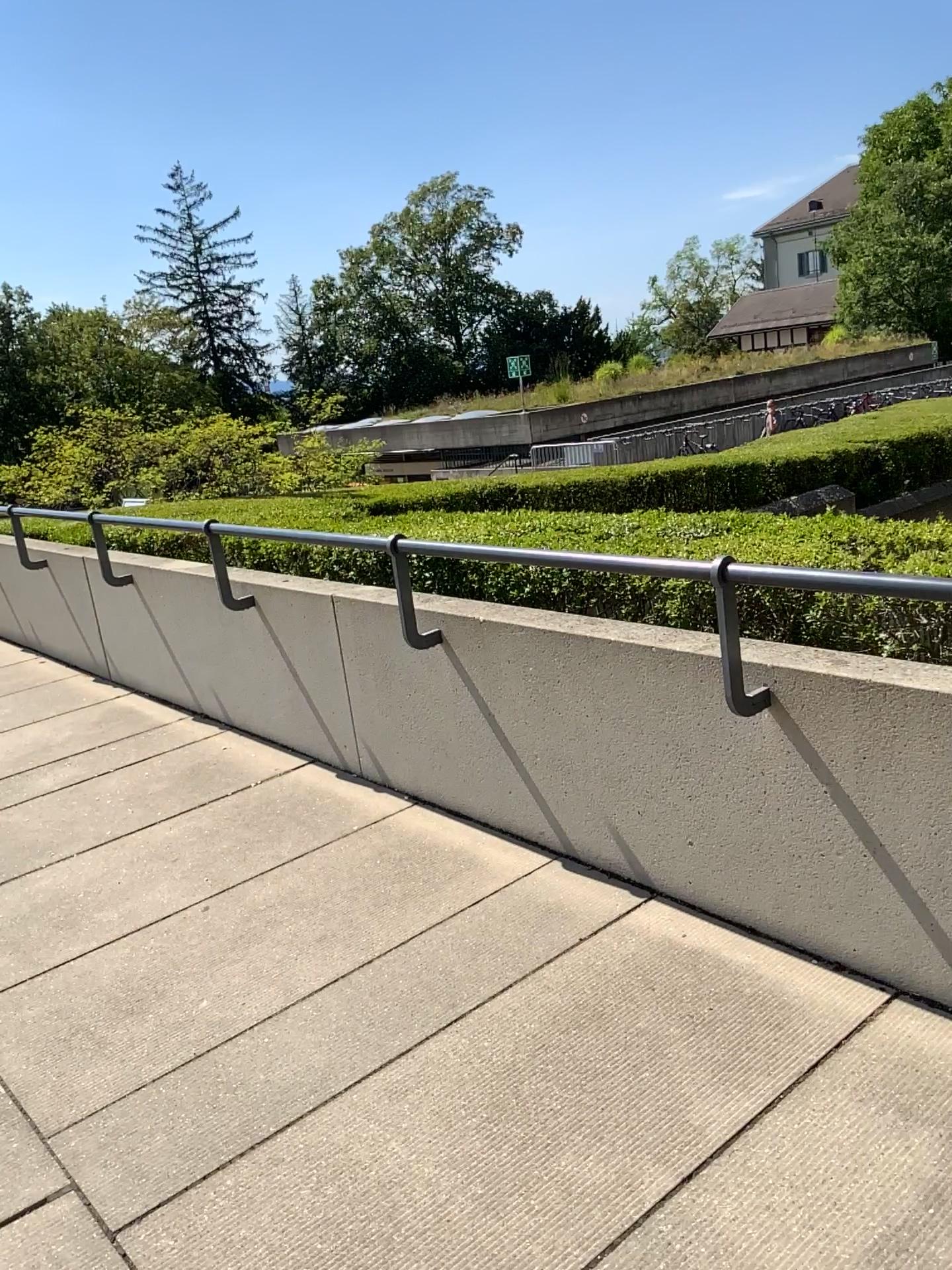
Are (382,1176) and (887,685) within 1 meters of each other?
no
